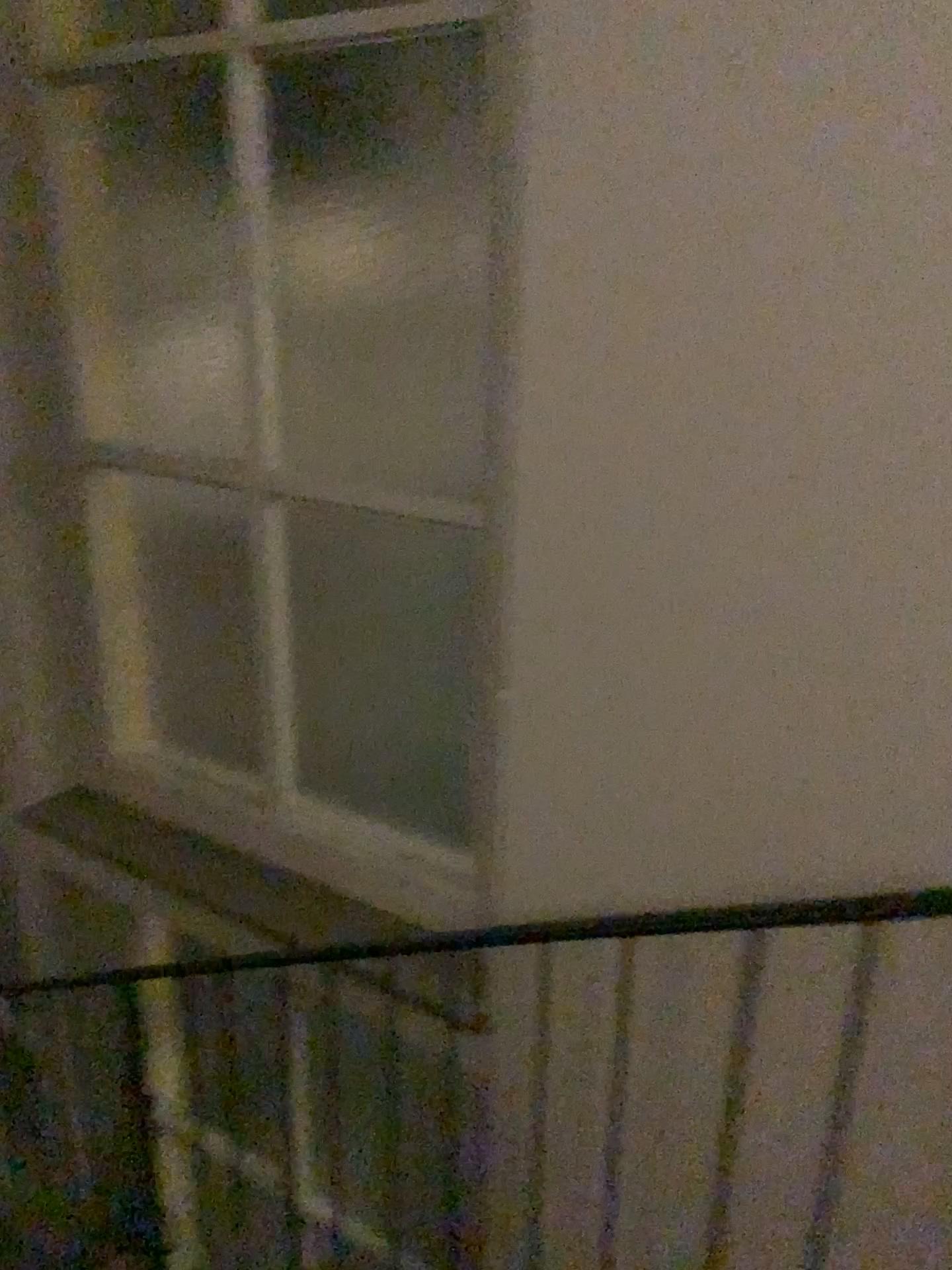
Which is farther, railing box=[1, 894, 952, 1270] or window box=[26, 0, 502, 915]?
window box=[26, 0, 502, 915]

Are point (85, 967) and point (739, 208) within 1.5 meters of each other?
no

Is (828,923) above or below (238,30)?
below

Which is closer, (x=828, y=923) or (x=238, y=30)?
(x=828, y=923)
